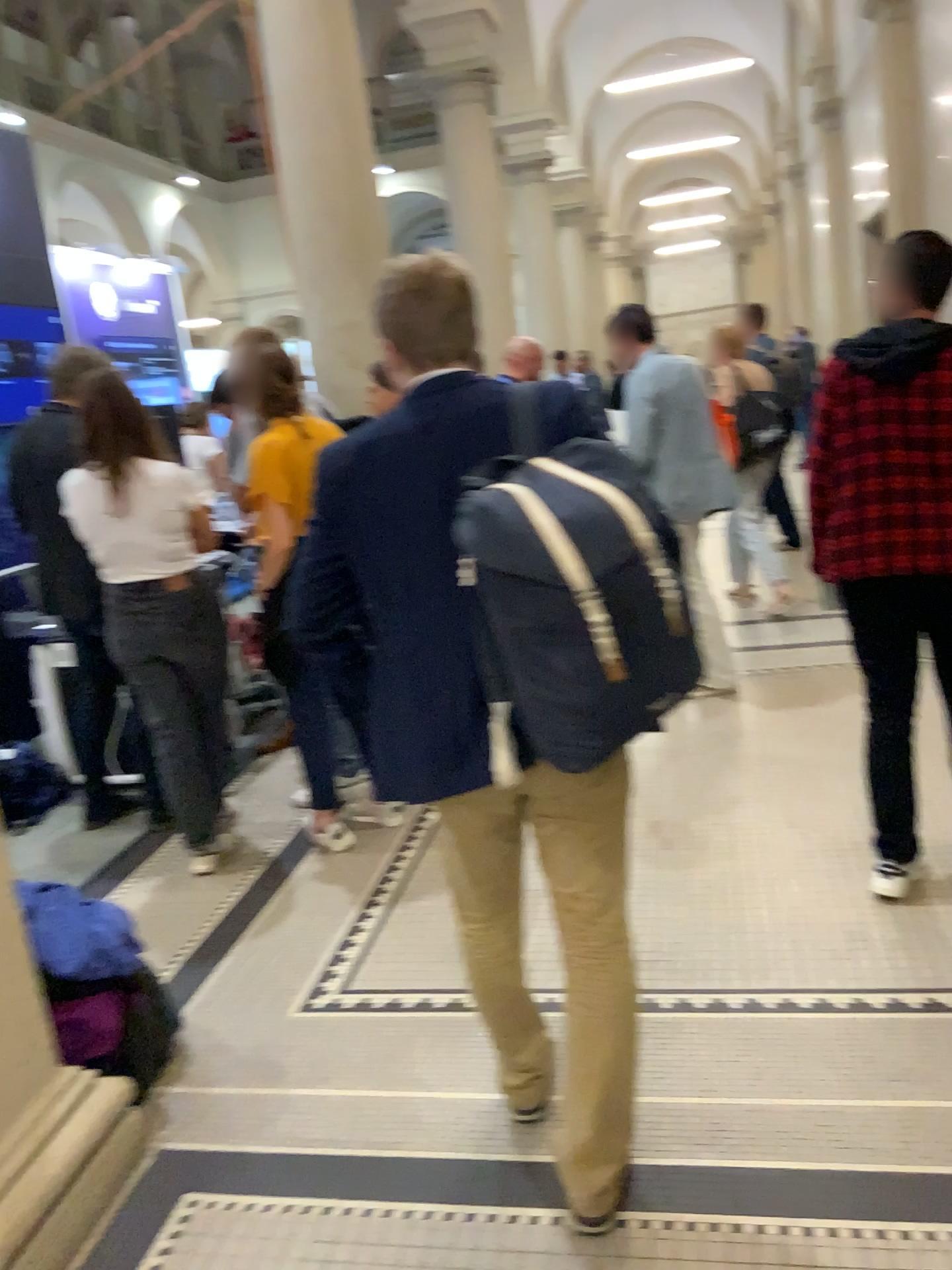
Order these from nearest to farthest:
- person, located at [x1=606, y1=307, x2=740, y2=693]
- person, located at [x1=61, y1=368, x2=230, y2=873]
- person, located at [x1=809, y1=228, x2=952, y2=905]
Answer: person, located at [x1=809, y1=228, x2=952, y2=905] → person, located at [x1=61, y1=368, x2=230, y2=873] → person, located at [x1=606, y1=307, x2=740, y2=693]

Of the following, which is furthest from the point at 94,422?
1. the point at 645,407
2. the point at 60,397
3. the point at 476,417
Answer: the point at 645,407

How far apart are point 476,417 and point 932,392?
1.6m

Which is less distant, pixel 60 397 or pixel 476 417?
pixel 476 417

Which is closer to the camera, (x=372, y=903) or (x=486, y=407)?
(x=486, y=407)

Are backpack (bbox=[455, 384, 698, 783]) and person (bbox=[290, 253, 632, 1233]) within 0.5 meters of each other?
yes

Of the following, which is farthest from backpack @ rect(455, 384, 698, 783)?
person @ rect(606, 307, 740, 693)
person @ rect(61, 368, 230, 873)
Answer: person @ rect(606, 307, 740, 693)

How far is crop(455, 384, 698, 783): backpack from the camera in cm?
152

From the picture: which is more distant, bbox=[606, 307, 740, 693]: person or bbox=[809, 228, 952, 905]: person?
bbox=[606, 307, 740, 693]: person

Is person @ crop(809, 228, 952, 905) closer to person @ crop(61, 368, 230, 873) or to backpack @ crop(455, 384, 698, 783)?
backpack @ crop(455, 384, 698, 783)
